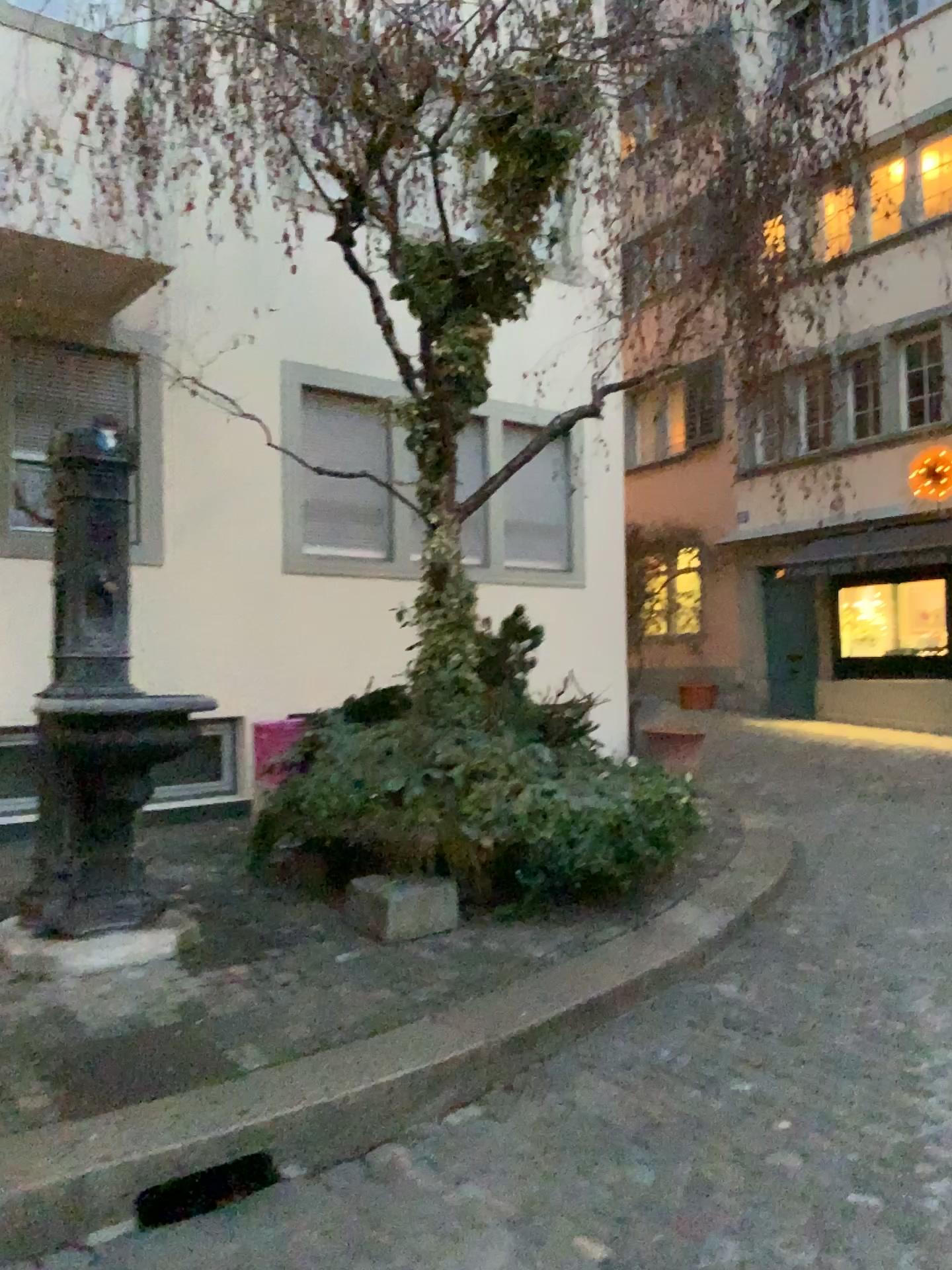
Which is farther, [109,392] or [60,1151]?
[109,392]

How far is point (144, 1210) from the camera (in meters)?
2.63

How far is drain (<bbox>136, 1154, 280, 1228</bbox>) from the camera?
2.63m
